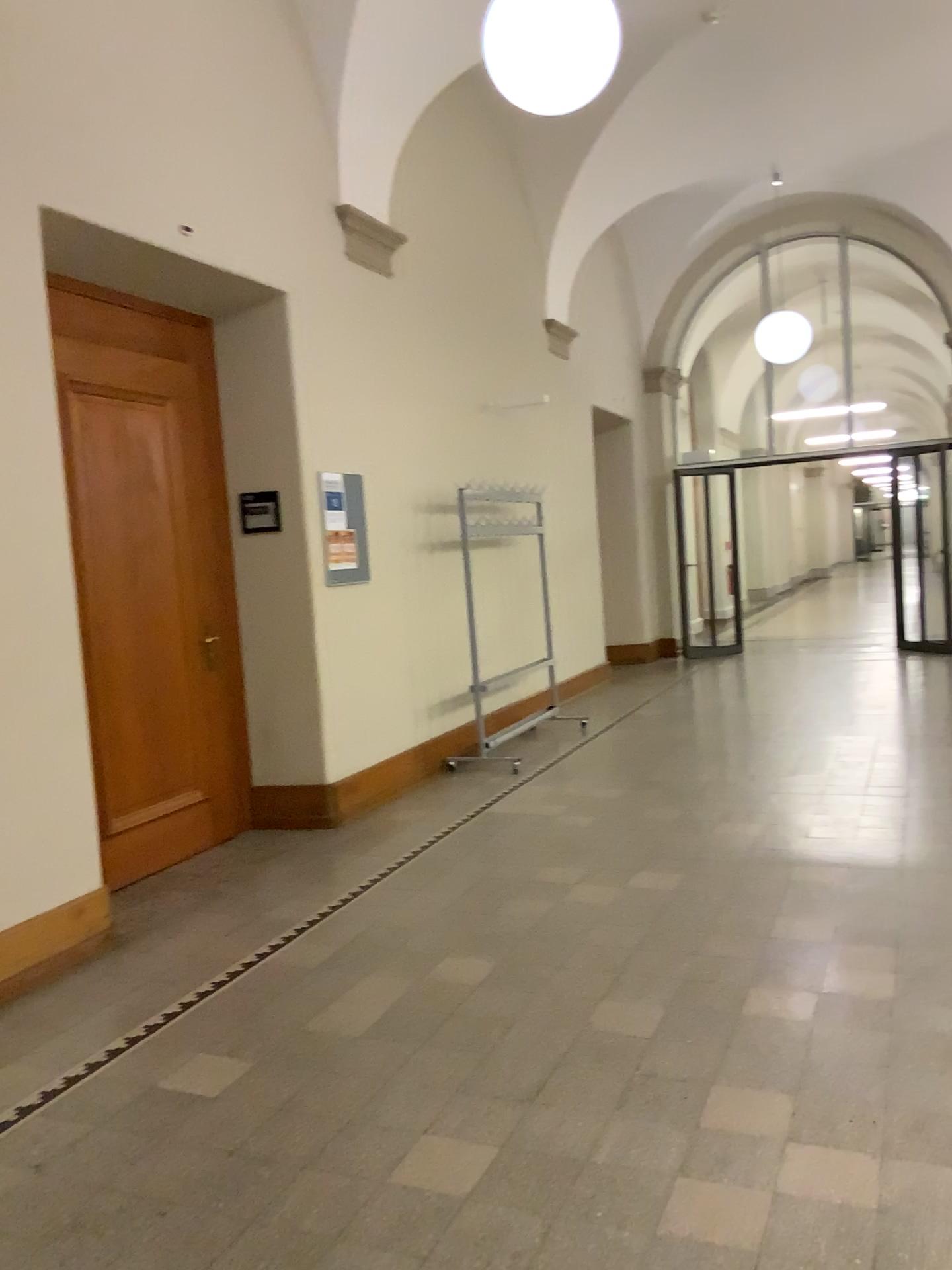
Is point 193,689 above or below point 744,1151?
above
